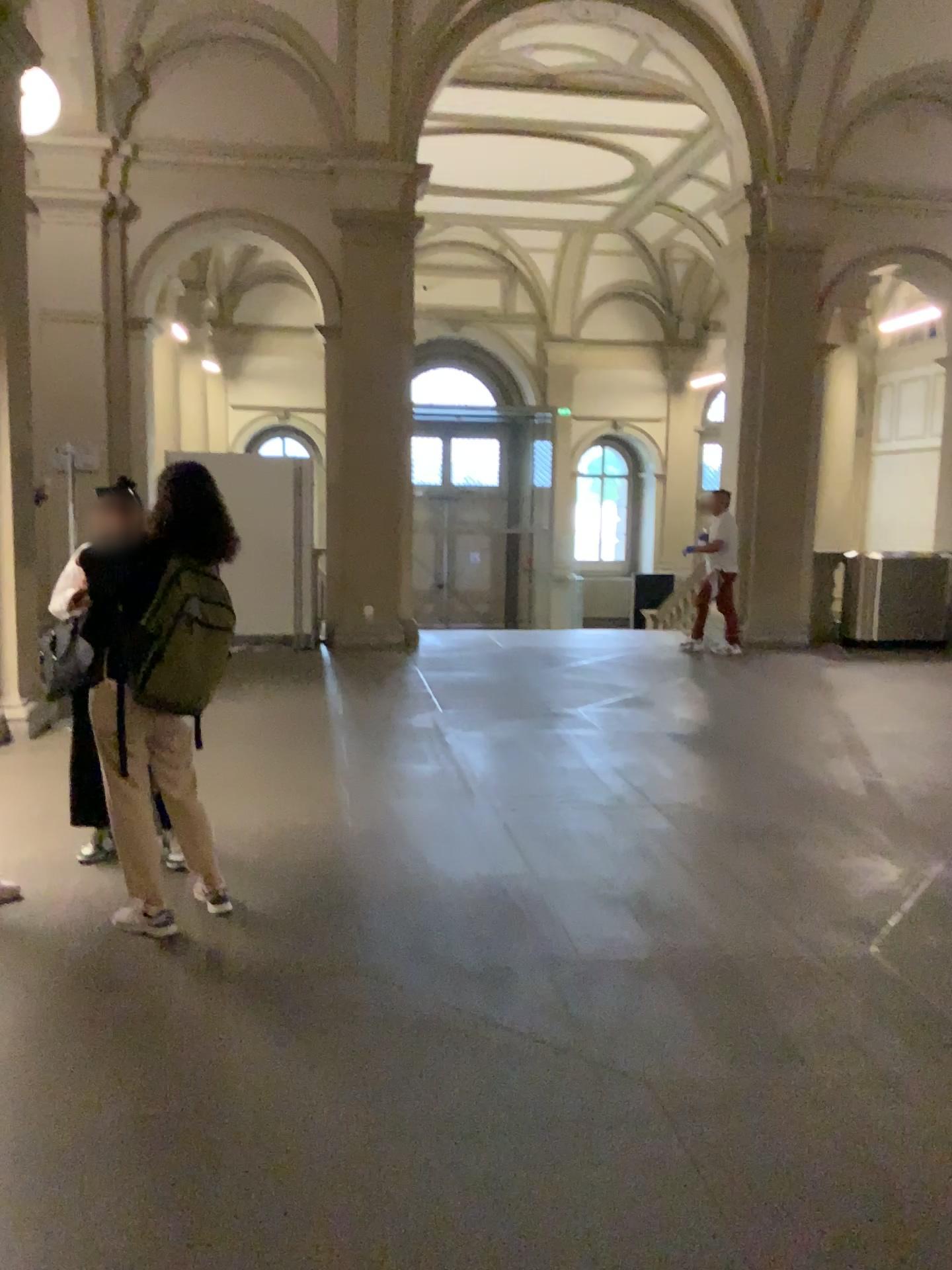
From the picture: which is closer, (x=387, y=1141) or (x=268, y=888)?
(x=387, y=1141)

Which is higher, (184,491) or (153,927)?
(184,491)

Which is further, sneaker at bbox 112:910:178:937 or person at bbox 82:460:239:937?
sneaker at bbox 112:910:178:937

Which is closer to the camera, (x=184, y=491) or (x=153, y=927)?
(x=184, y=491)
